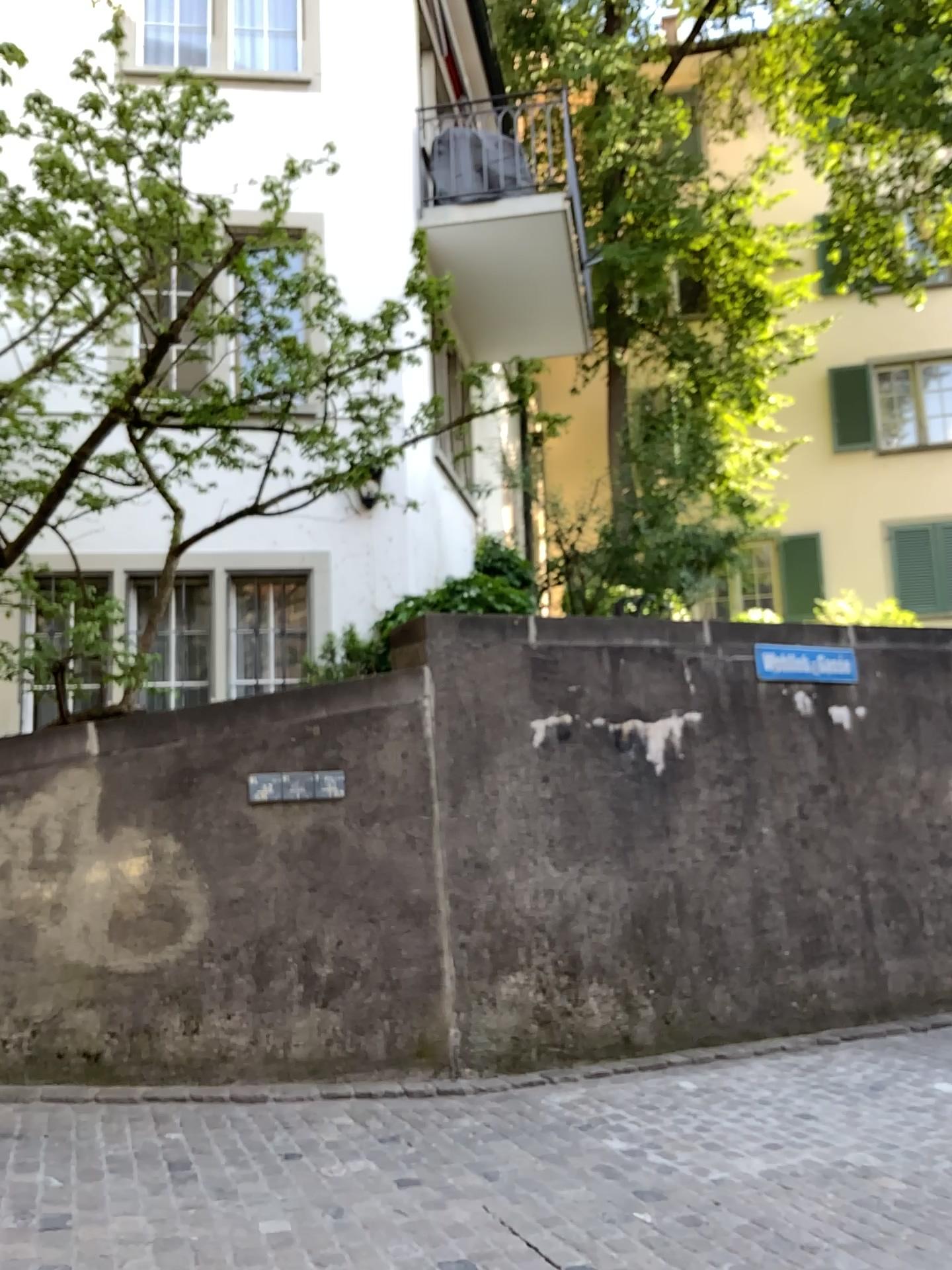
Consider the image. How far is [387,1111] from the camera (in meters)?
4.10
